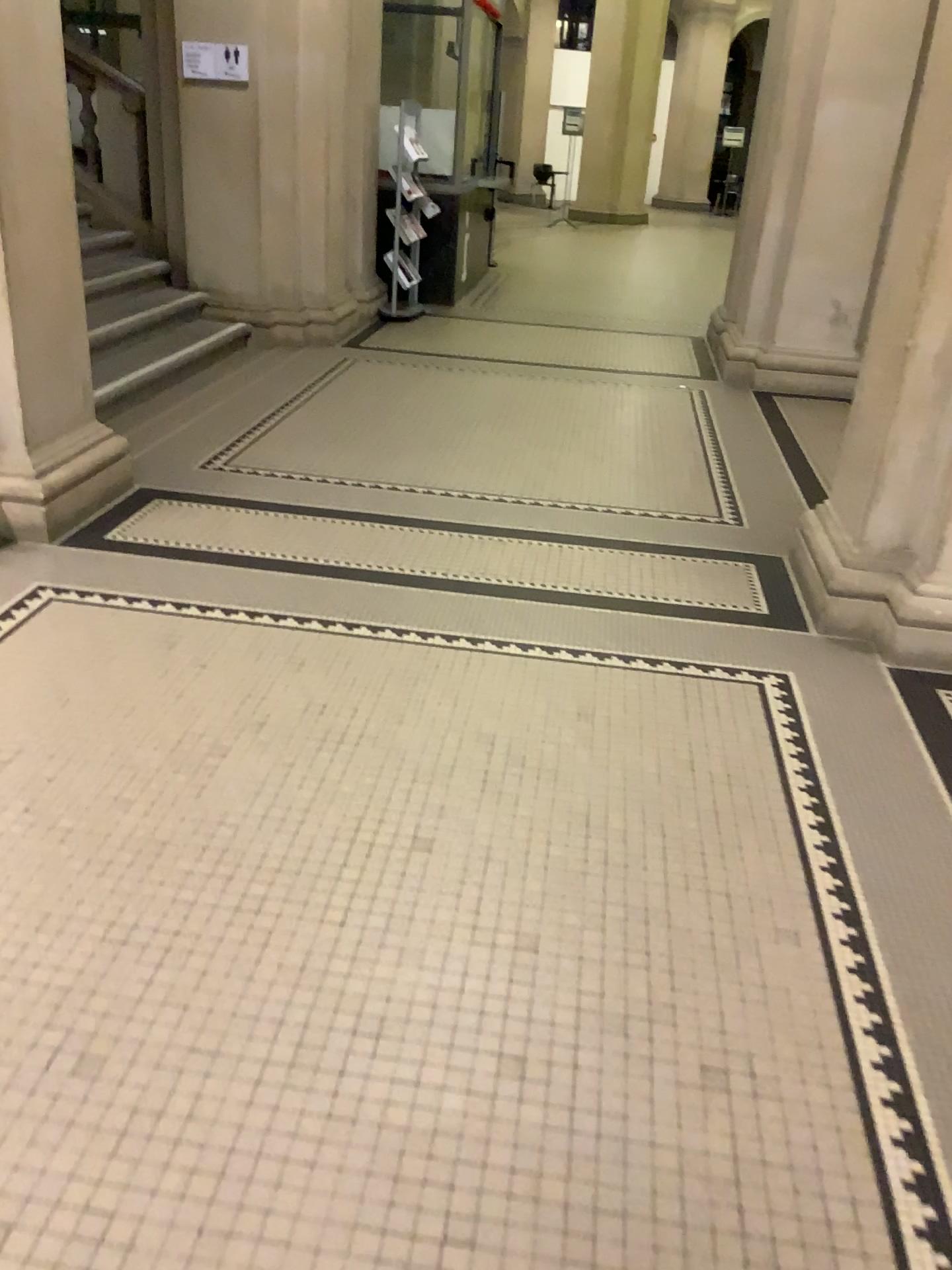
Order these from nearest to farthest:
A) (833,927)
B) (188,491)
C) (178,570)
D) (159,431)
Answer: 1. (833,927)
2. (178,570)
3. (188,491)
4. (159,431)

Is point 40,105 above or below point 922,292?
above

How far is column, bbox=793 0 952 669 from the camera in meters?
3.2 m

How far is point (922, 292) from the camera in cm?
322
